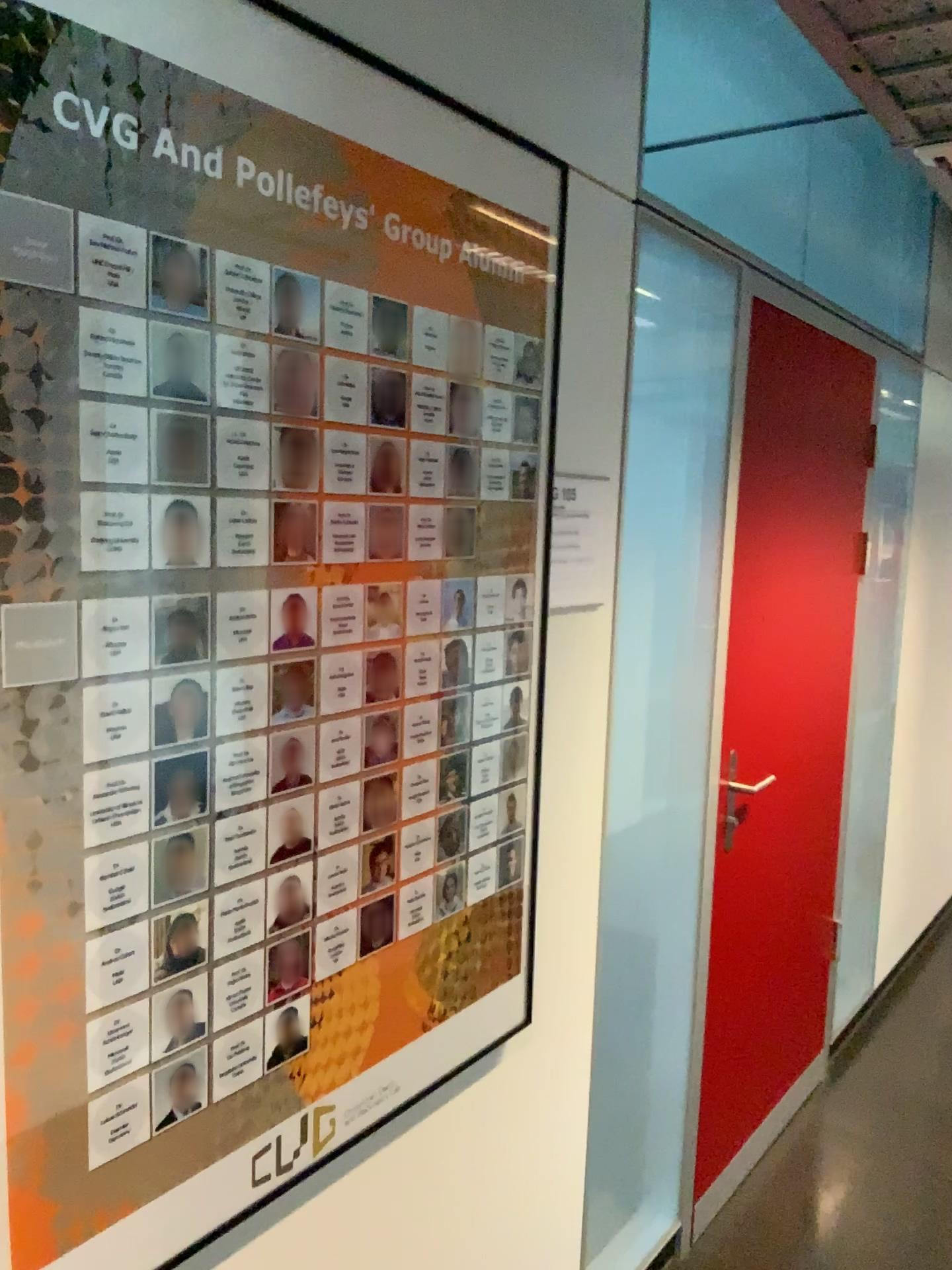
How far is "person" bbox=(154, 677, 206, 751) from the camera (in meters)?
1.04

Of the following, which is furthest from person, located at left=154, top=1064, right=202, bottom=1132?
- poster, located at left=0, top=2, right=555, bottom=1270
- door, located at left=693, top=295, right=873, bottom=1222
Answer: door, located at left=693, top=295, right=873, bottom=1222

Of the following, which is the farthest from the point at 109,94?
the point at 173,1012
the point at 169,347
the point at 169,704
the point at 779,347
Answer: the point at 779,347

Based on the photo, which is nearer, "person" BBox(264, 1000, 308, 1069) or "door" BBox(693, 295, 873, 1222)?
"person" BBox(264, 1000, 308, 1069)

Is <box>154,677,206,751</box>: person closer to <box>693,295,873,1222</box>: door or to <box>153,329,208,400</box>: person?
<box>153,329,208,400</box>: person

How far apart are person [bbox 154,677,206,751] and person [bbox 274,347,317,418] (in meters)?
0.31

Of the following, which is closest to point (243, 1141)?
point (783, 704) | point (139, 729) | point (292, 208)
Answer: point (139, 729)

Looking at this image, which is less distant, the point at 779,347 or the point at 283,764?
the point at 283,764

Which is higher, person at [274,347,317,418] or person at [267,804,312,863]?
person at [274,347,317,418]

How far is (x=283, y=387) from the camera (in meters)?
1.13
